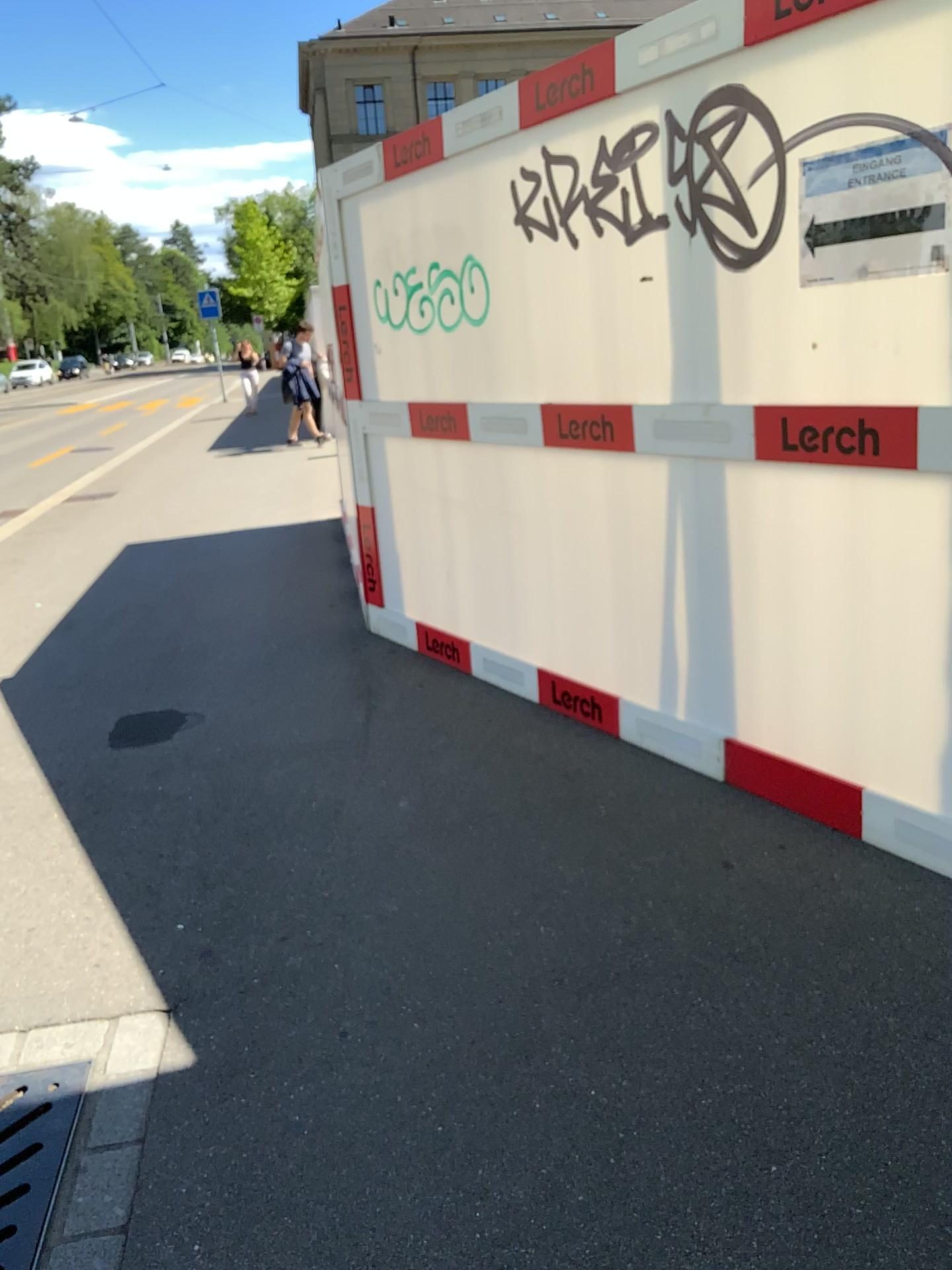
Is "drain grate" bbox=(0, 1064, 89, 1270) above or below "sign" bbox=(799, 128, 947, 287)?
below

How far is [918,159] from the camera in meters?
2.3

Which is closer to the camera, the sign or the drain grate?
the drain grate

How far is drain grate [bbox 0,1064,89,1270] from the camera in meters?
1.9

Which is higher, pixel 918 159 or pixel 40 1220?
pixel 918 159

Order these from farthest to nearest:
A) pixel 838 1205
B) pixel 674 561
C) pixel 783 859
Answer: pixel 674 561 < pixel 783 859 < pixel 838 1205

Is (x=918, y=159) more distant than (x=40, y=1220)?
Yes

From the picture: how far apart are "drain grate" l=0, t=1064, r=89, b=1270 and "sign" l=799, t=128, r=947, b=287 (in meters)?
2.43

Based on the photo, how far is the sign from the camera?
2.27m
